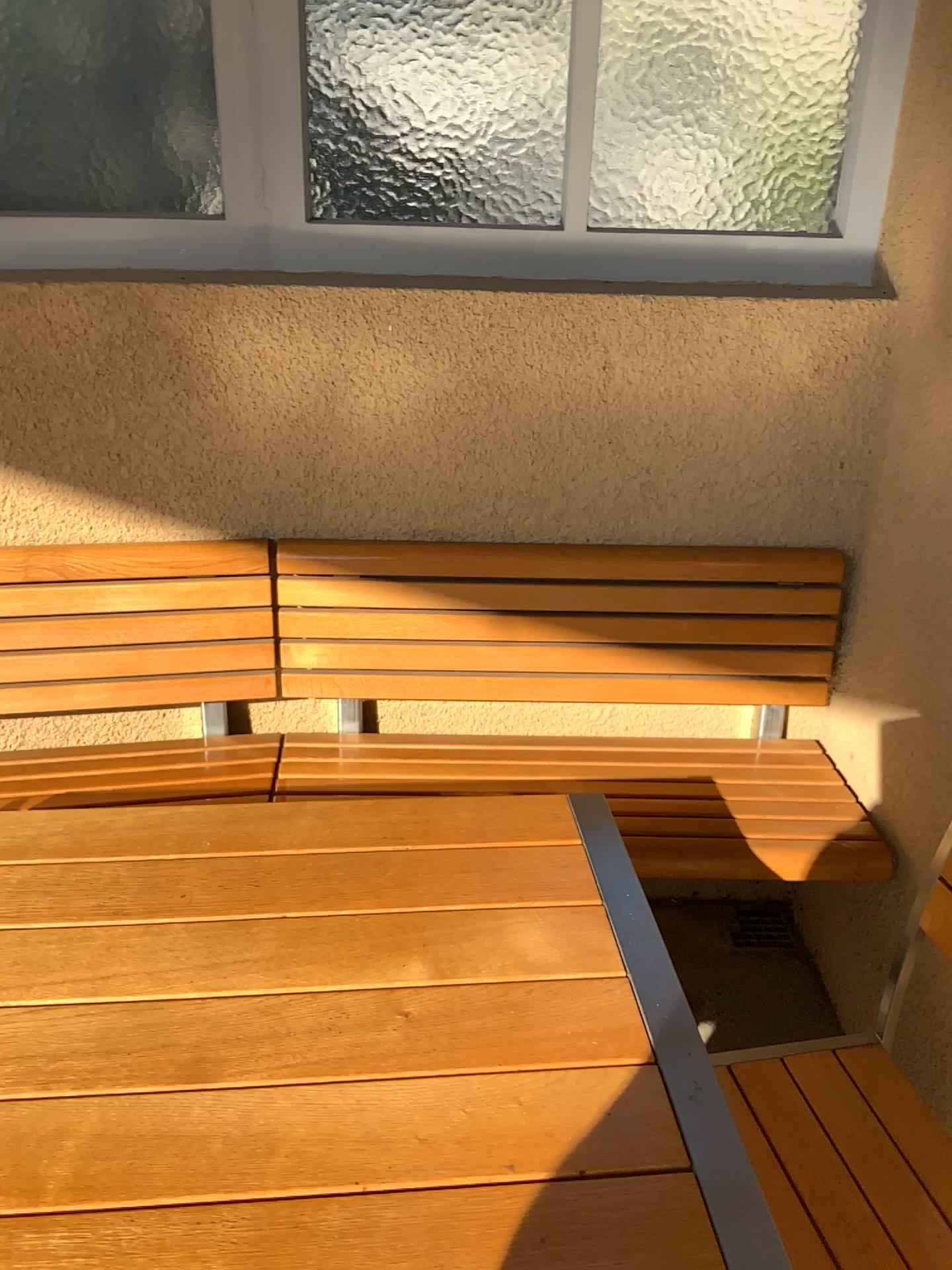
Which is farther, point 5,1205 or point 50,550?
point 50,550

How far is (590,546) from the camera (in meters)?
2.01

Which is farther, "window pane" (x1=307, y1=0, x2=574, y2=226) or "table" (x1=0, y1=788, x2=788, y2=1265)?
"window pane" (x1=307, y1=0, x2=574, y2=226)

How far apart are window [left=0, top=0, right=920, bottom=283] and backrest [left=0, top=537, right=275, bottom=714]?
0.5m

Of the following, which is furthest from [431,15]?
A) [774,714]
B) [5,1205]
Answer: [5,1205]

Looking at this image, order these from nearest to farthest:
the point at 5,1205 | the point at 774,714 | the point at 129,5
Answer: the point at 5,1205
the point at 129,5
the point at 774,714

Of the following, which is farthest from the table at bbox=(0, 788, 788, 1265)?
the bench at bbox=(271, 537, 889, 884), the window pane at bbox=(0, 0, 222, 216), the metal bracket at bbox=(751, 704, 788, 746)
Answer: the window pane at bbox=(0, 0, 222, 216)

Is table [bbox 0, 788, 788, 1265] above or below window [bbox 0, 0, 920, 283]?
below

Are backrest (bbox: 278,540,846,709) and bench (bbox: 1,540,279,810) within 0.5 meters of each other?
Answer: yes

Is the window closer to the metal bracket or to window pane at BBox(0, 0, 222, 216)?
window pane at BBox(0, 0, 222, 216)
